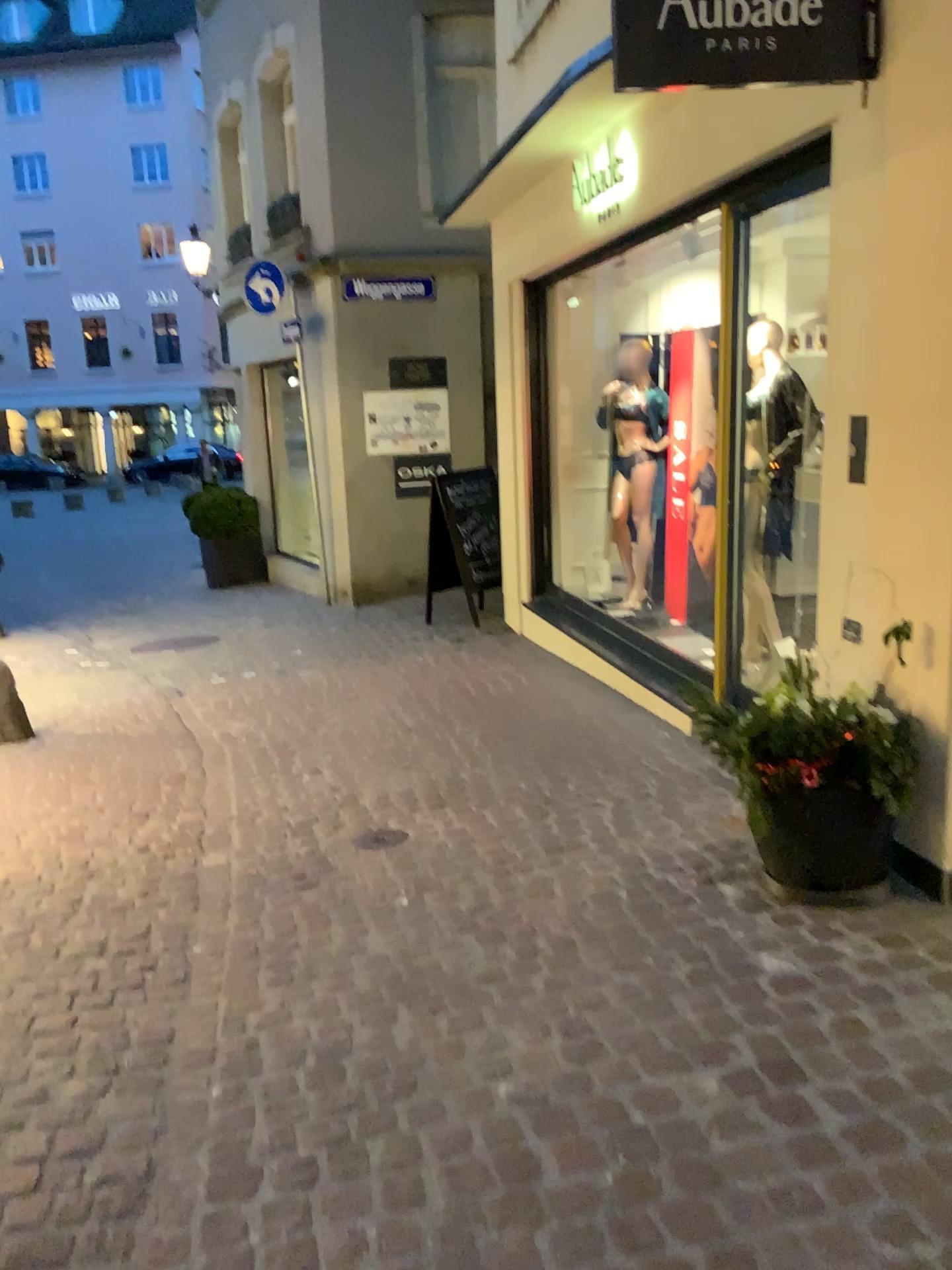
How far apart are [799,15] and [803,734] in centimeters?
198cm

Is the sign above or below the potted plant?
above

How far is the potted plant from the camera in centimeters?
295cm

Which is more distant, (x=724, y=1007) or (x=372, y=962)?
(x=372, y=962)

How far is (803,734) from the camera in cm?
295

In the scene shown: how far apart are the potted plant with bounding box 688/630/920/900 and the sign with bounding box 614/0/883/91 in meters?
1.6 m

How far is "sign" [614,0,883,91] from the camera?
2.9m

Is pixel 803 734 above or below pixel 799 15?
below
